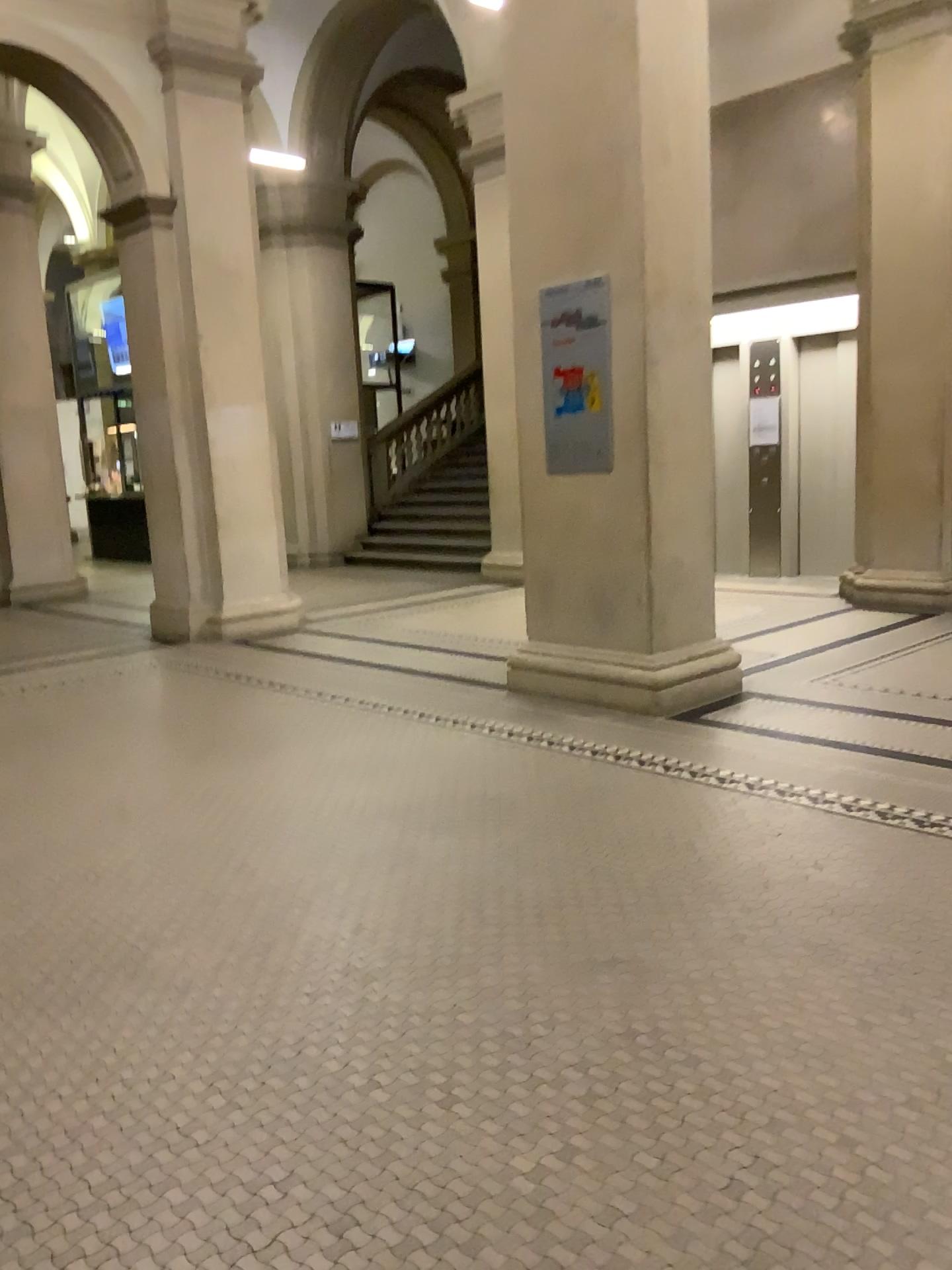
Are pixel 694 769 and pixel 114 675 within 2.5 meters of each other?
no
